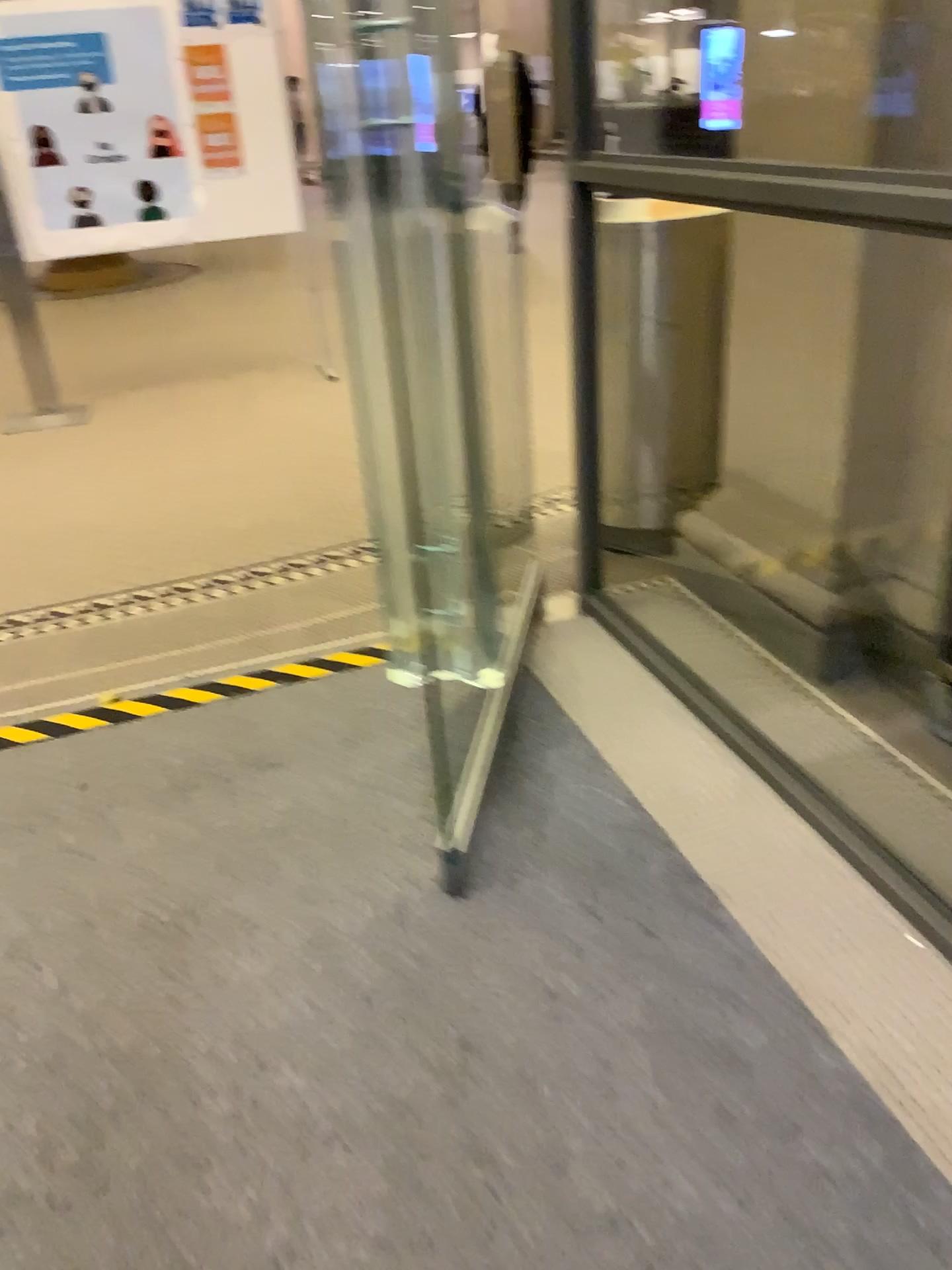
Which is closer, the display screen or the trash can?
the display screen

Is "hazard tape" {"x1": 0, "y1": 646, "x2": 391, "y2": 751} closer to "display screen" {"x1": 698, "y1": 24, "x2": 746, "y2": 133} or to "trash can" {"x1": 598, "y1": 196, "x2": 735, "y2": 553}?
"trash can" {"x1": 598, "y1": 196, "x2": 735, "y2": 553}

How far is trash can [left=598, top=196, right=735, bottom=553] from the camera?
2.8 meters

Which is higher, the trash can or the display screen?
the display screen

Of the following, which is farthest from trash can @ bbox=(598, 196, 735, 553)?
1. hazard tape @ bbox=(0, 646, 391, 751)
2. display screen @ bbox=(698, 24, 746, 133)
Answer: hazard tape @ bbox=(0, 646, 391, 751)

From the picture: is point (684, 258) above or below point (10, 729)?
above

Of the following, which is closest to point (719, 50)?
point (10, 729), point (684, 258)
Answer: point (684, 258)

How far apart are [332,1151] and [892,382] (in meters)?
1.92

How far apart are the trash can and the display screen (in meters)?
0.26

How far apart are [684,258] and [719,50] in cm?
53
